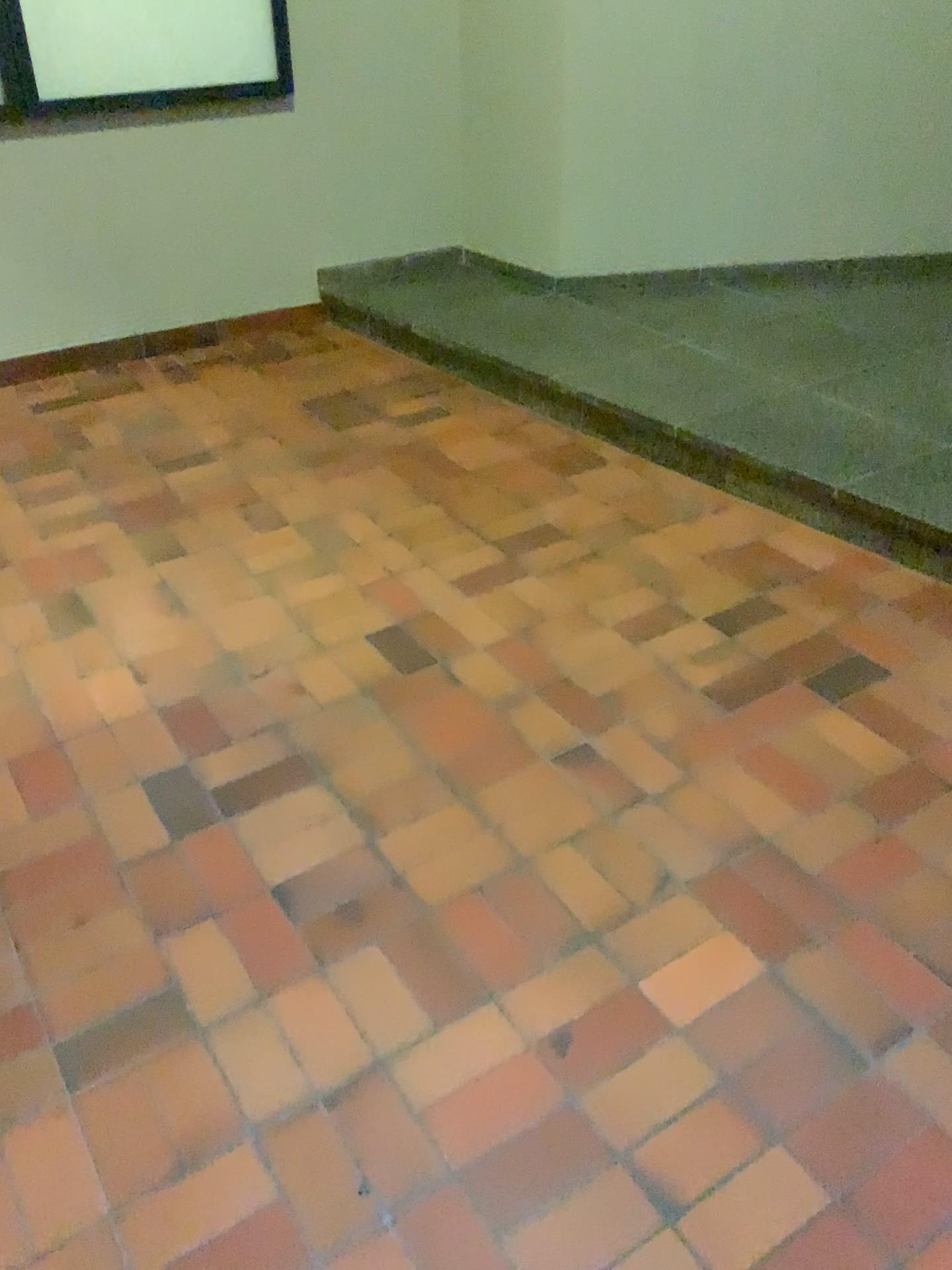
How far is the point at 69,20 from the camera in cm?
347

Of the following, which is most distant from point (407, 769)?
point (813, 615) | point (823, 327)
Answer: point (823, 327)

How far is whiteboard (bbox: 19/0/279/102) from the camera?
3.5 meters
